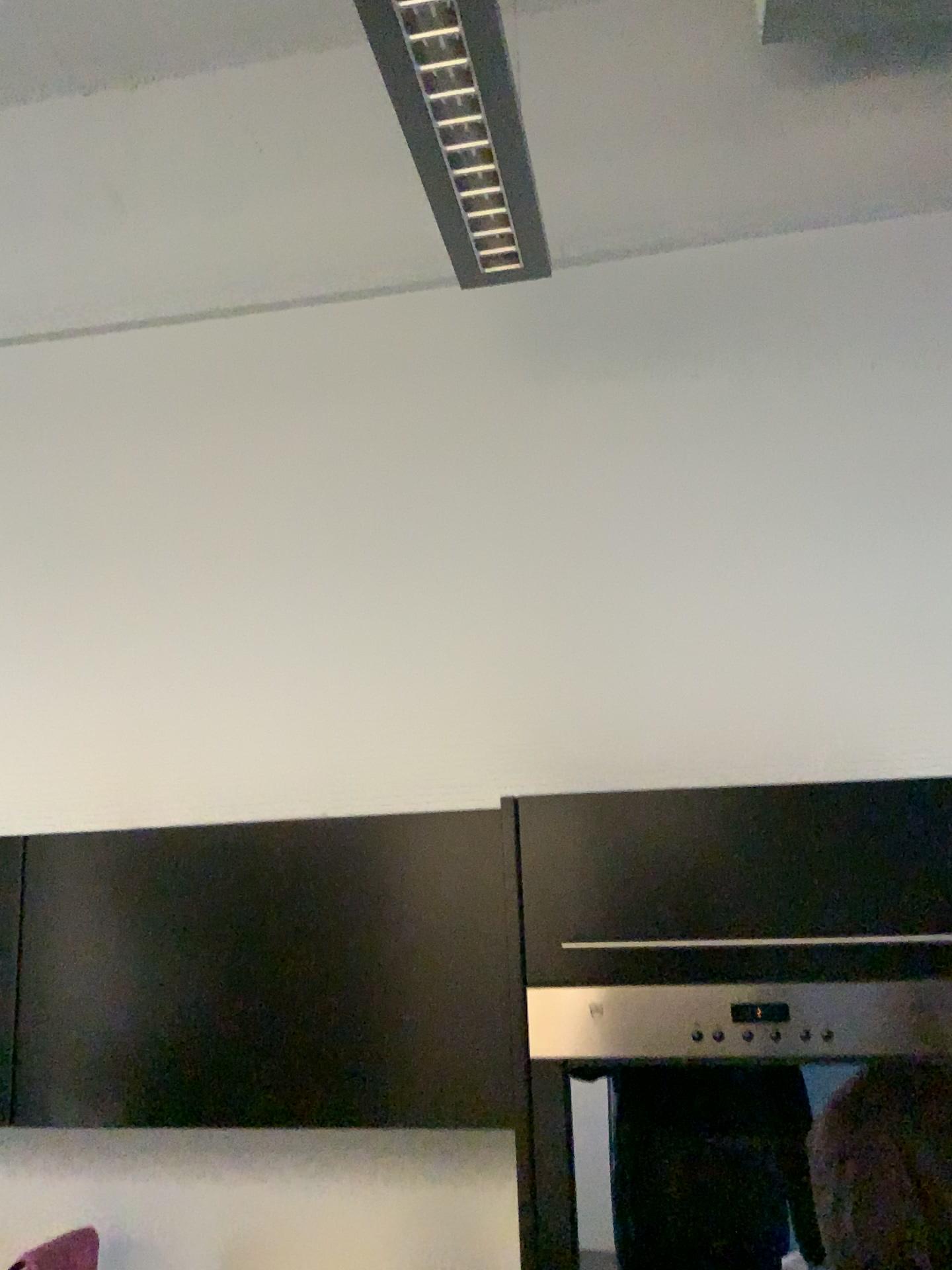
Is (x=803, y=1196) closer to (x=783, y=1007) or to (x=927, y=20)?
(x=783, y=1007)

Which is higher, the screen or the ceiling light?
the ceiling light

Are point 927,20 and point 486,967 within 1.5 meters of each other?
no

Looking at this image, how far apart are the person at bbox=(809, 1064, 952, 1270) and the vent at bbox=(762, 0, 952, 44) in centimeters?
191cm

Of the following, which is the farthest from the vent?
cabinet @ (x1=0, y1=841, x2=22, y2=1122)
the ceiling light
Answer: cabinet @ (x1=0, y1=841, x2=22, y2=1122)

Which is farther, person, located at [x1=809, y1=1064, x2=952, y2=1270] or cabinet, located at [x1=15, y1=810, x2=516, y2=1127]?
cabinet, located at [x1=15, y1=810, x2=516, y2=1127]

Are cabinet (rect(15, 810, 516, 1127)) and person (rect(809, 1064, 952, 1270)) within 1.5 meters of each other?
yes

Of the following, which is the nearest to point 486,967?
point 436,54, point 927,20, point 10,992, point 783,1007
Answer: point 783,1007

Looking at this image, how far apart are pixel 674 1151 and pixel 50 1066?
0.99m

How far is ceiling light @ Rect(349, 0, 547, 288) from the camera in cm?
130
